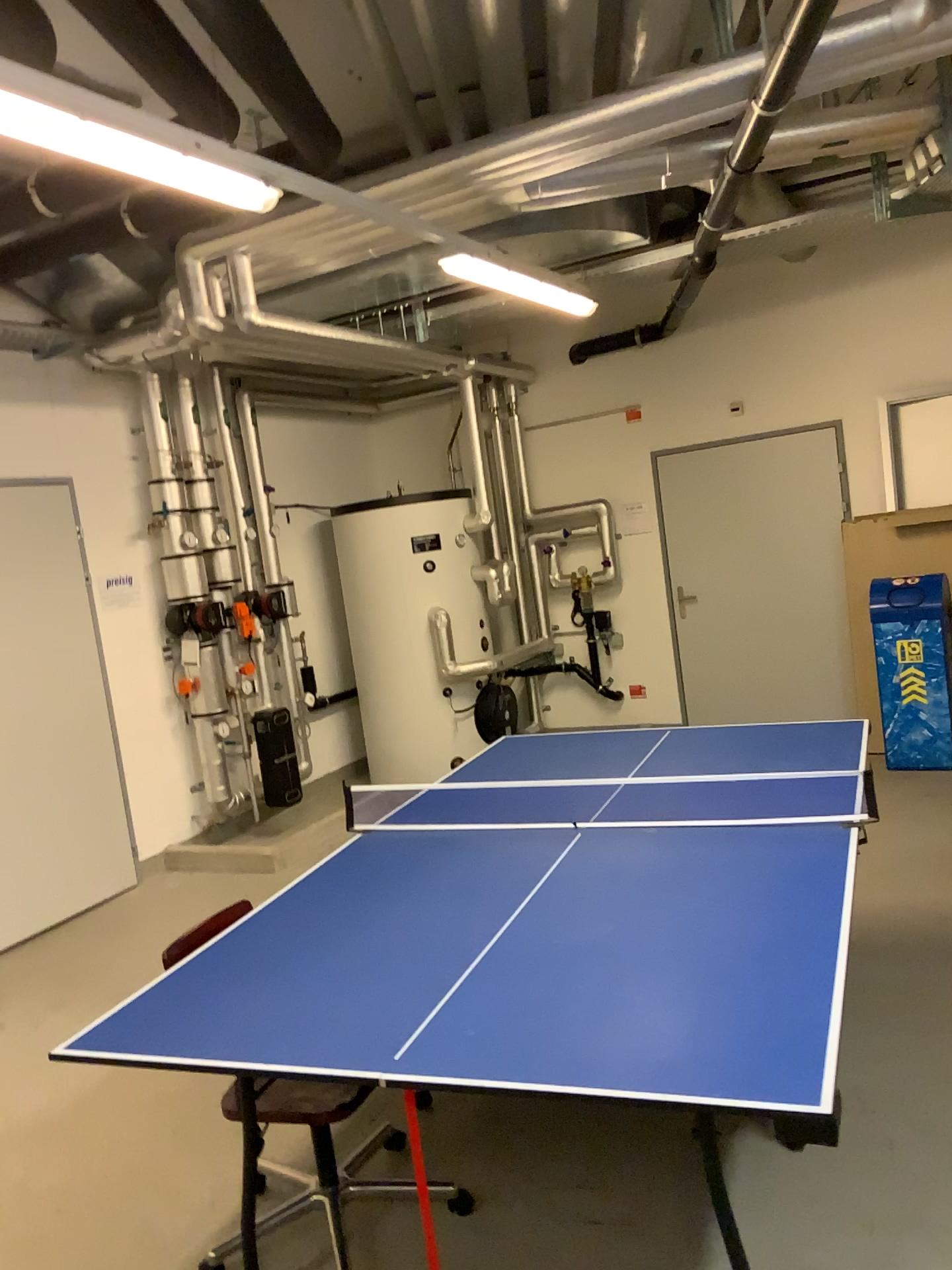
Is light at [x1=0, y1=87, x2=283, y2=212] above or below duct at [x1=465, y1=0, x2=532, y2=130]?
below

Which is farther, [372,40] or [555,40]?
[372,40]

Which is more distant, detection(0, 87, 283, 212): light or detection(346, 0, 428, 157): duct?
detection(346, 0, 428, 157): duct

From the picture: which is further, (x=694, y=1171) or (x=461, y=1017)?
(x=694, y=1171)

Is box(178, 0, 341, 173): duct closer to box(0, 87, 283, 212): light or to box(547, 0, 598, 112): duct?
box(547, 0, 598, 112): duct

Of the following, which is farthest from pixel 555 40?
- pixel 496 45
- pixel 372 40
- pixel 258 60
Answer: pixel 258 60

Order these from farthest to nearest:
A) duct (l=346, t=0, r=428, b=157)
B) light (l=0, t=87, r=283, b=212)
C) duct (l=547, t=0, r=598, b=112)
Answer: duct (l=346, t=0, r=428, b=157) < duct (l=547, t=0, r=598, b=112) < light (l=0, t=87, r=283, b=212)

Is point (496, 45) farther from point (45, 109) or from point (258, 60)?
point (45, 109)

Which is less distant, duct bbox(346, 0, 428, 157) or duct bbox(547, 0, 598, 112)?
duct bbox(547, 0, 598, 112)

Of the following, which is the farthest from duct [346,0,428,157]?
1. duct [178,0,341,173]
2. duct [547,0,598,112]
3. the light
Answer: the light
